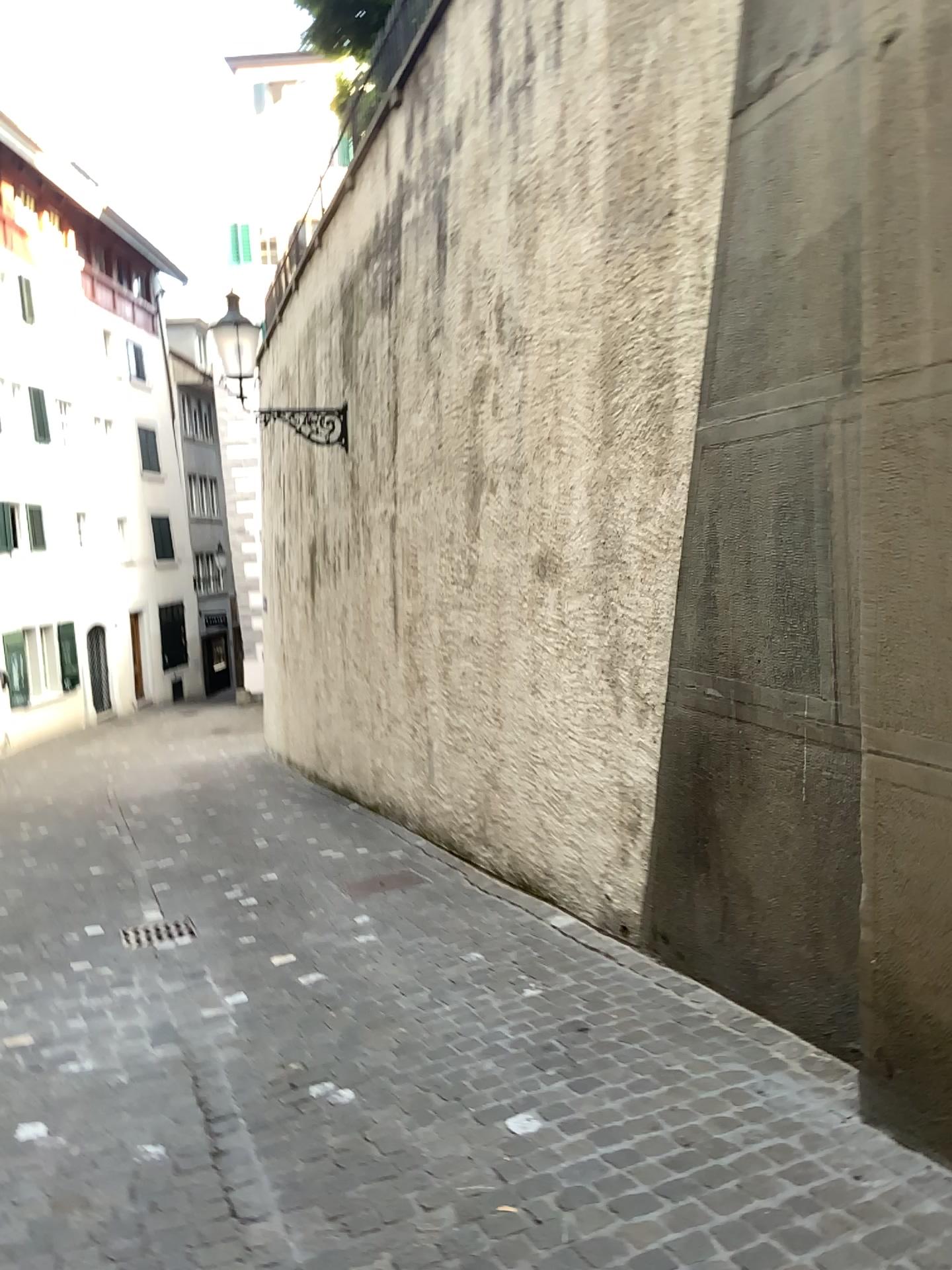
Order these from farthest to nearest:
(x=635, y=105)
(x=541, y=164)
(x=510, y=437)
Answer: (x=510, y=437), (x=541, y=164), (x=635, y=105)
